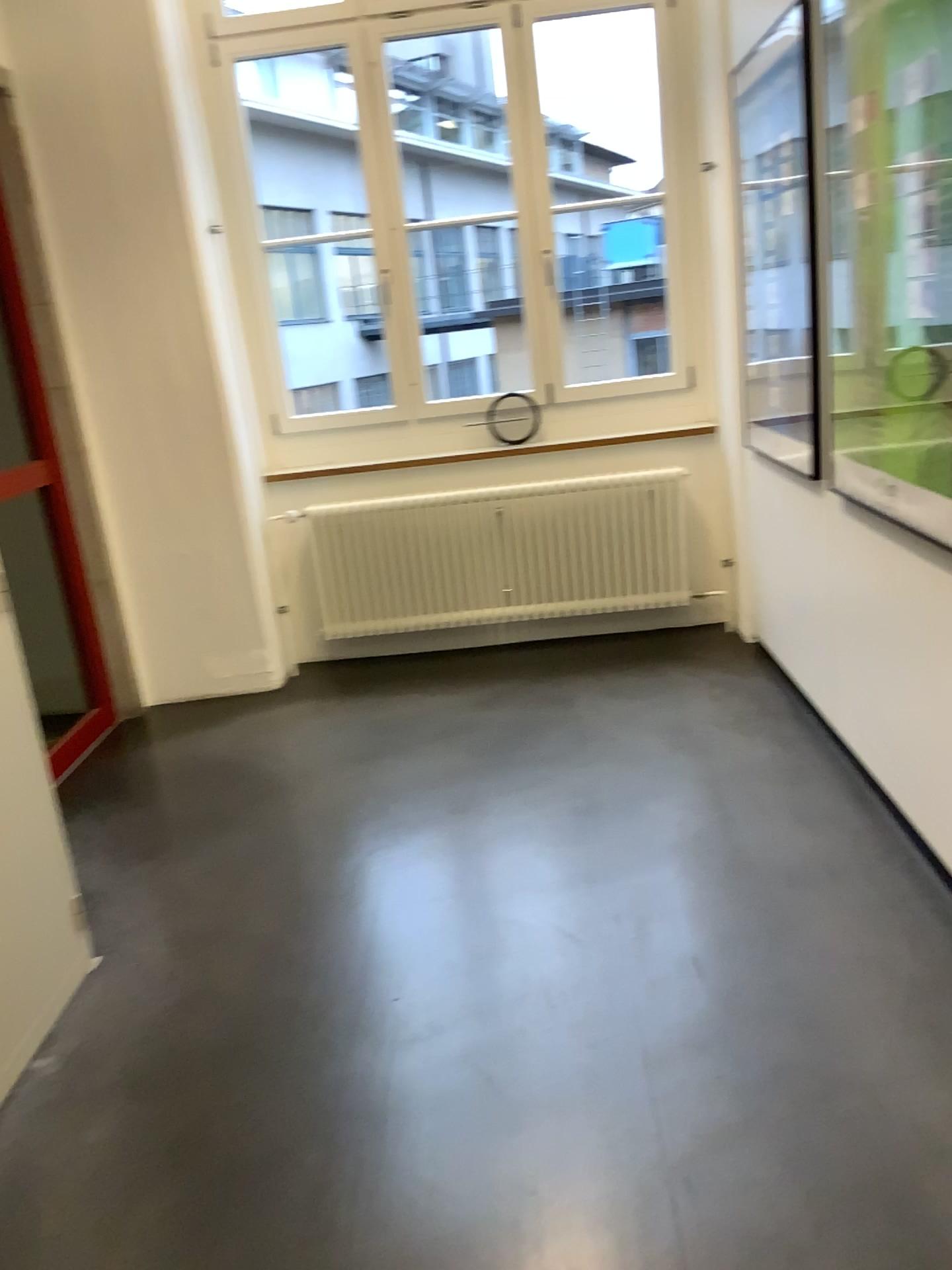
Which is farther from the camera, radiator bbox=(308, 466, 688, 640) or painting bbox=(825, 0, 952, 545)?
radiator bbox=(308, 466, 688, 640)

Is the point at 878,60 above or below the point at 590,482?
above

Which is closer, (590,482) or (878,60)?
(878,60)

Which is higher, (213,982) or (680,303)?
(680,303)

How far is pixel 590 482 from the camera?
4.5m

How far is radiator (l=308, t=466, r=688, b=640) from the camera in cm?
451
